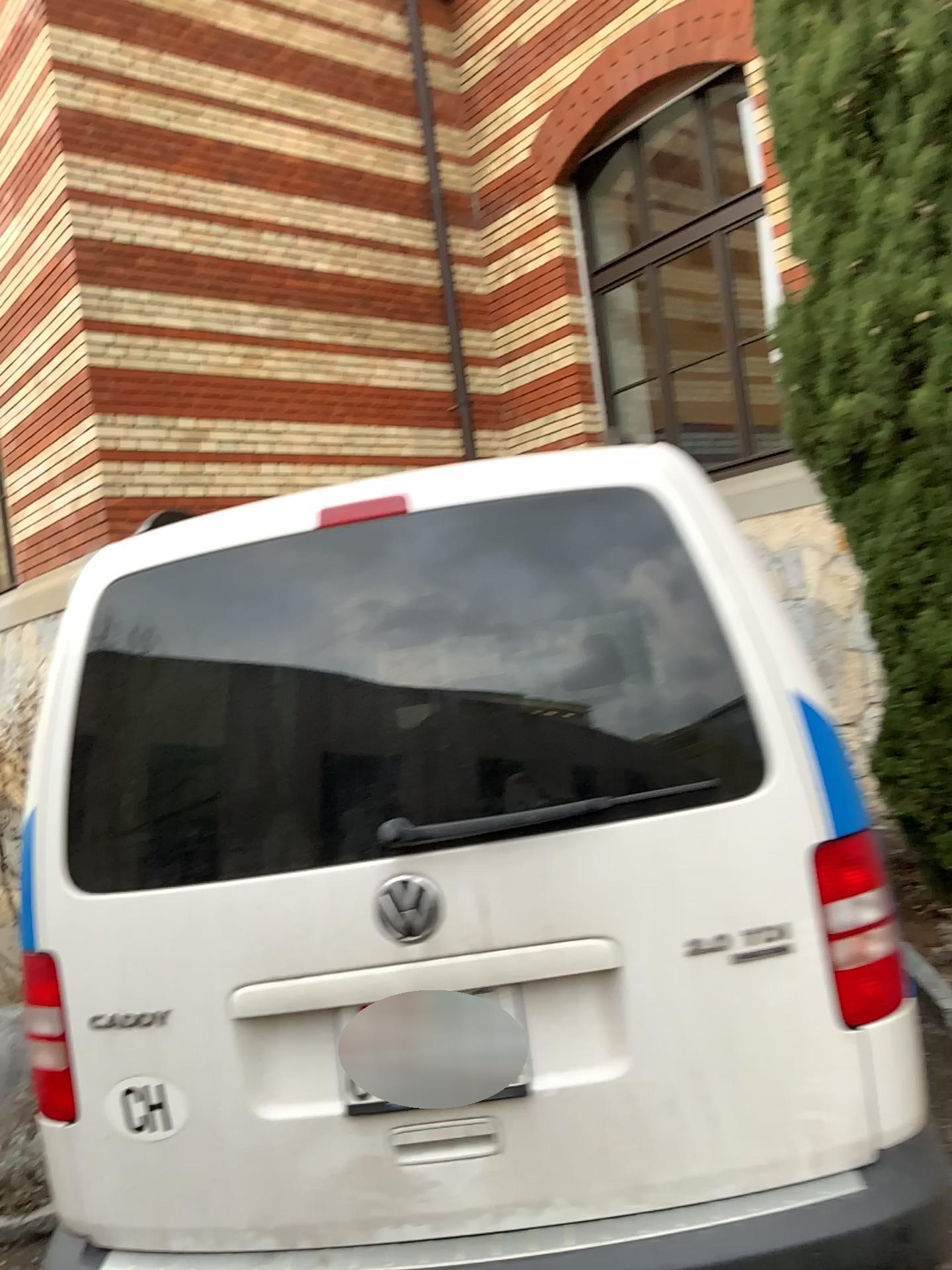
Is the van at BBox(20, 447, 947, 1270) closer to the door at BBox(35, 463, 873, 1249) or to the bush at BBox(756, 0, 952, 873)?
the door at BBox(35, 463, 873, 1249)

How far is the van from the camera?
1.7m

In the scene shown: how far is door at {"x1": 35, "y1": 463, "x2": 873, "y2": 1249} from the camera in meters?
1.7 m

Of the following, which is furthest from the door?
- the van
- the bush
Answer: the bush

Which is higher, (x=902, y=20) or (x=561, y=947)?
(x=902, y=20)

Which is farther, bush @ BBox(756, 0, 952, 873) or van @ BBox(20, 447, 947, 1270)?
bush @ BBox(756, 0, 952, 873)

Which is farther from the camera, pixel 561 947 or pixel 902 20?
pixel 902 20

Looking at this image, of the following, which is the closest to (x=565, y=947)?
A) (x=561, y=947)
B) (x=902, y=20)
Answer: (x=561, y=947)

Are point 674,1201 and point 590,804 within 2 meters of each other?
yes
